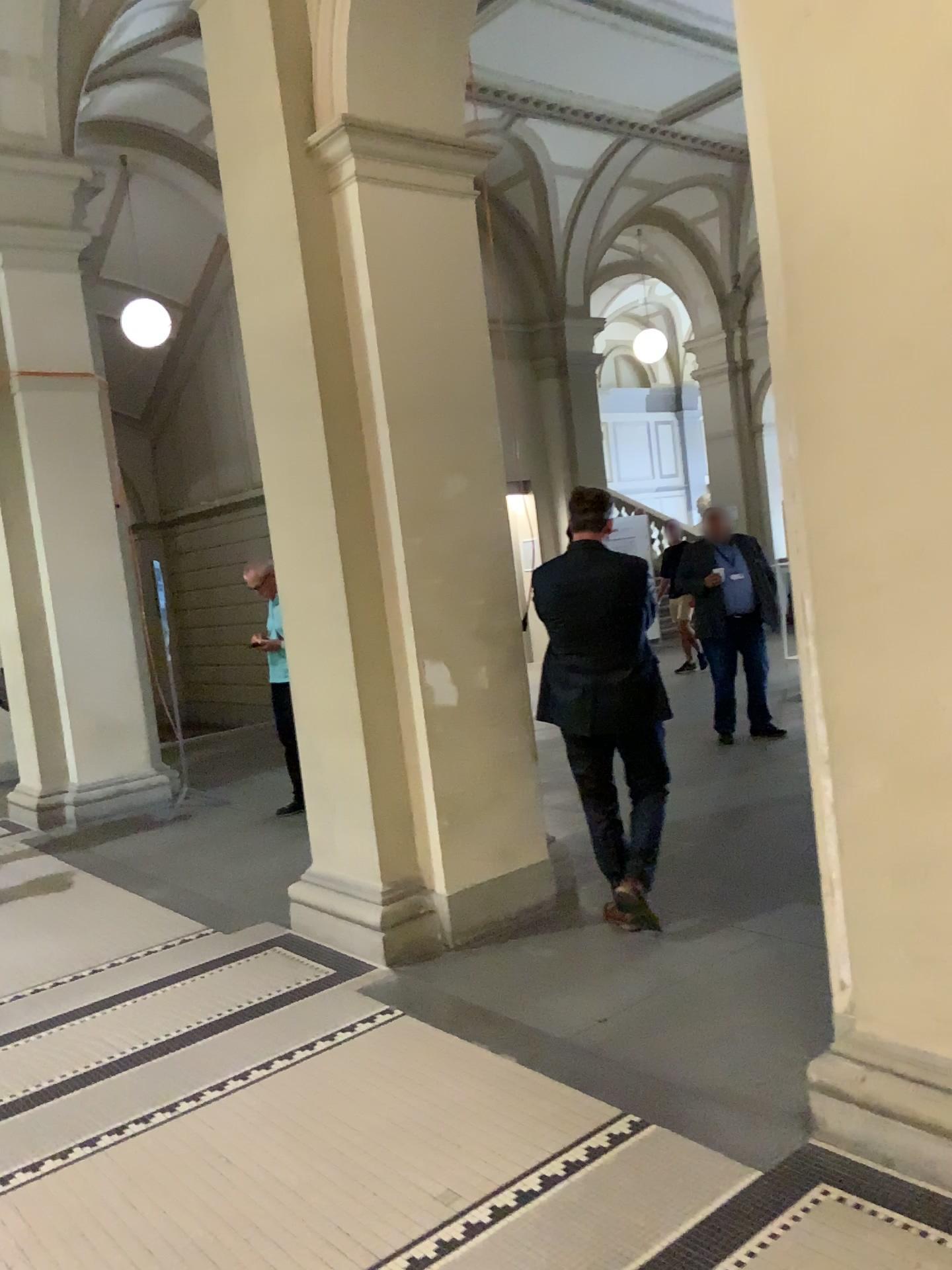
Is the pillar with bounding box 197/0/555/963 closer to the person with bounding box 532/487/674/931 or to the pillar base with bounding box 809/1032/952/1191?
the person with bounding box 532/487/674/931

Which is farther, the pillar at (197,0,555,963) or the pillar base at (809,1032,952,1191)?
the pillar at (197,0,555,963)

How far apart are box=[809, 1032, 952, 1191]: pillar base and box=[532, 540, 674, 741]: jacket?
1.7 meters

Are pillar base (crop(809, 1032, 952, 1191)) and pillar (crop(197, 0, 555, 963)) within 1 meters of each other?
no

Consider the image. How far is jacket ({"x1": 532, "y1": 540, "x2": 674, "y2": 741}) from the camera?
4.02m

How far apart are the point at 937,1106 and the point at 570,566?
2.2 meters

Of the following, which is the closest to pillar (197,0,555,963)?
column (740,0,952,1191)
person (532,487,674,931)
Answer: person (532,487,674,931)

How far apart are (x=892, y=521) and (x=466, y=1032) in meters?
2.1 m

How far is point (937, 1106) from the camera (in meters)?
2.39

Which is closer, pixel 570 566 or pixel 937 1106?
pixel 937 1106
